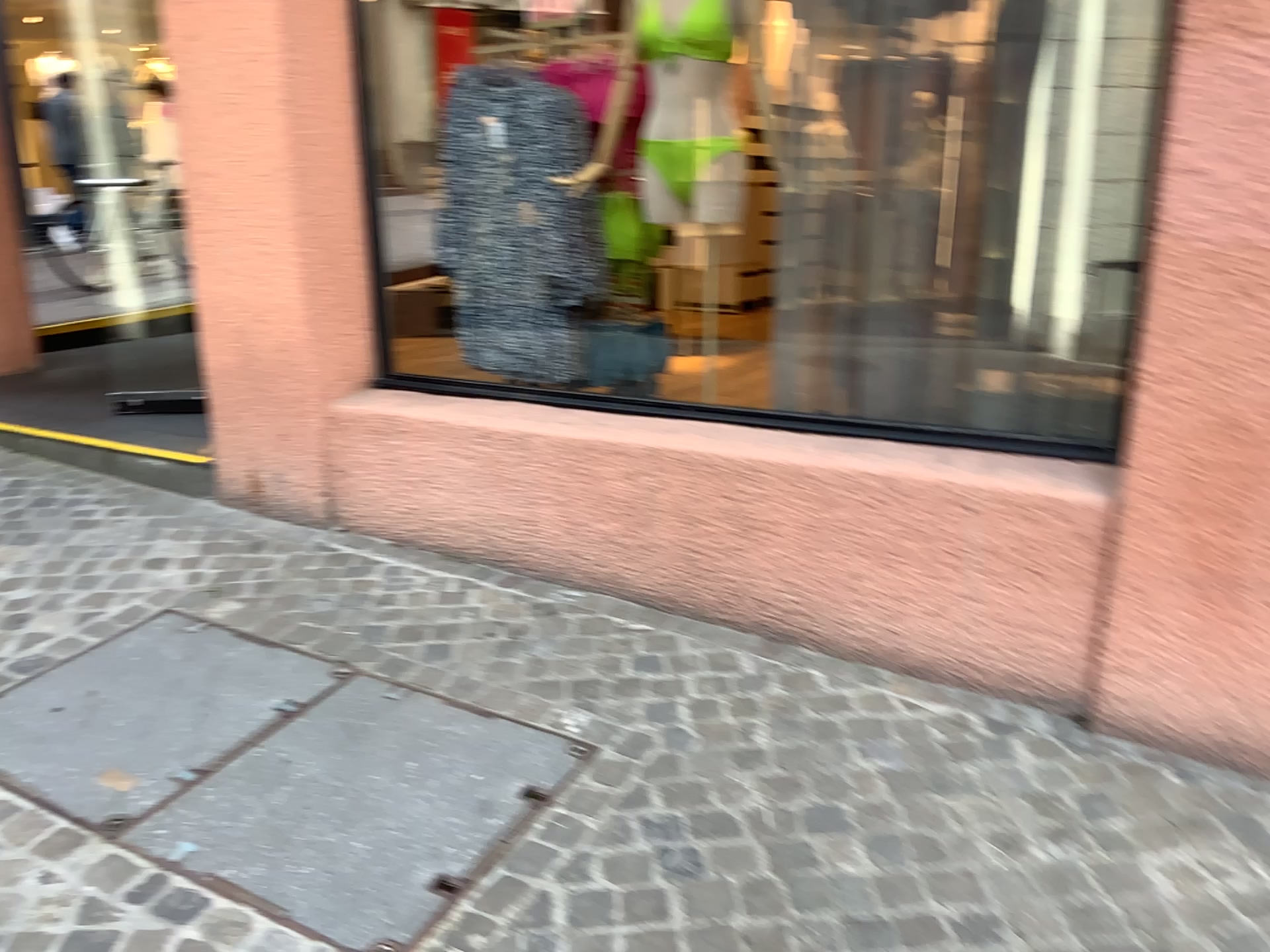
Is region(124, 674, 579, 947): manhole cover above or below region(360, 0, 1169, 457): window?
below

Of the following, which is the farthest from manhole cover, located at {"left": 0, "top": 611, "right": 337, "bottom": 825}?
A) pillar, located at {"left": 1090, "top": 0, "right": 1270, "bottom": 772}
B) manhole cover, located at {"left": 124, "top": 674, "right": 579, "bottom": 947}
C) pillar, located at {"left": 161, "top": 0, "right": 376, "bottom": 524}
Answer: pillar, located at {"left": 1090, "top": 0, "right": 1270, "bottom": 772}

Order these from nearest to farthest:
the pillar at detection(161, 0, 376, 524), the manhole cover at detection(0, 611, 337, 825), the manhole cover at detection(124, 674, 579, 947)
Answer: the manhole cover at detection(124, 674, 579, 947) < the manhole cover at detection(0, 611, 337, 825) < the pillar at detection(161, 0, 376, 524)

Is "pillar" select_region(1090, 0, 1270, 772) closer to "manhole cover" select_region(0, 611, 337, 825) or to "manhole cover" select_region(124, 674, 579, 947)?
"manhole cover" select_region(124, 674, 579, 947)

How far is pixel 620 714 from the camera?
2.5 meters

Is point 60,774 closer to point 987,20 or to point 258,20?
point 258,20

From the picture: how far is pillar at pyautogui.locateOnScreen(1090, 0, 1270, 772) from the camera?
2.0 meters

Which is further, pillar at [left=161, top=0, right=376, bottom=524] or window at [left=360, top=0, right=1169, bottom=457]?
pillar at [left=161, top=0, right=376, bottom=524]

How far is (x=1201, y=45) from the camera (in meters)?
2.03

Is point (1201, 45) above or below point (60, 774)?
above
